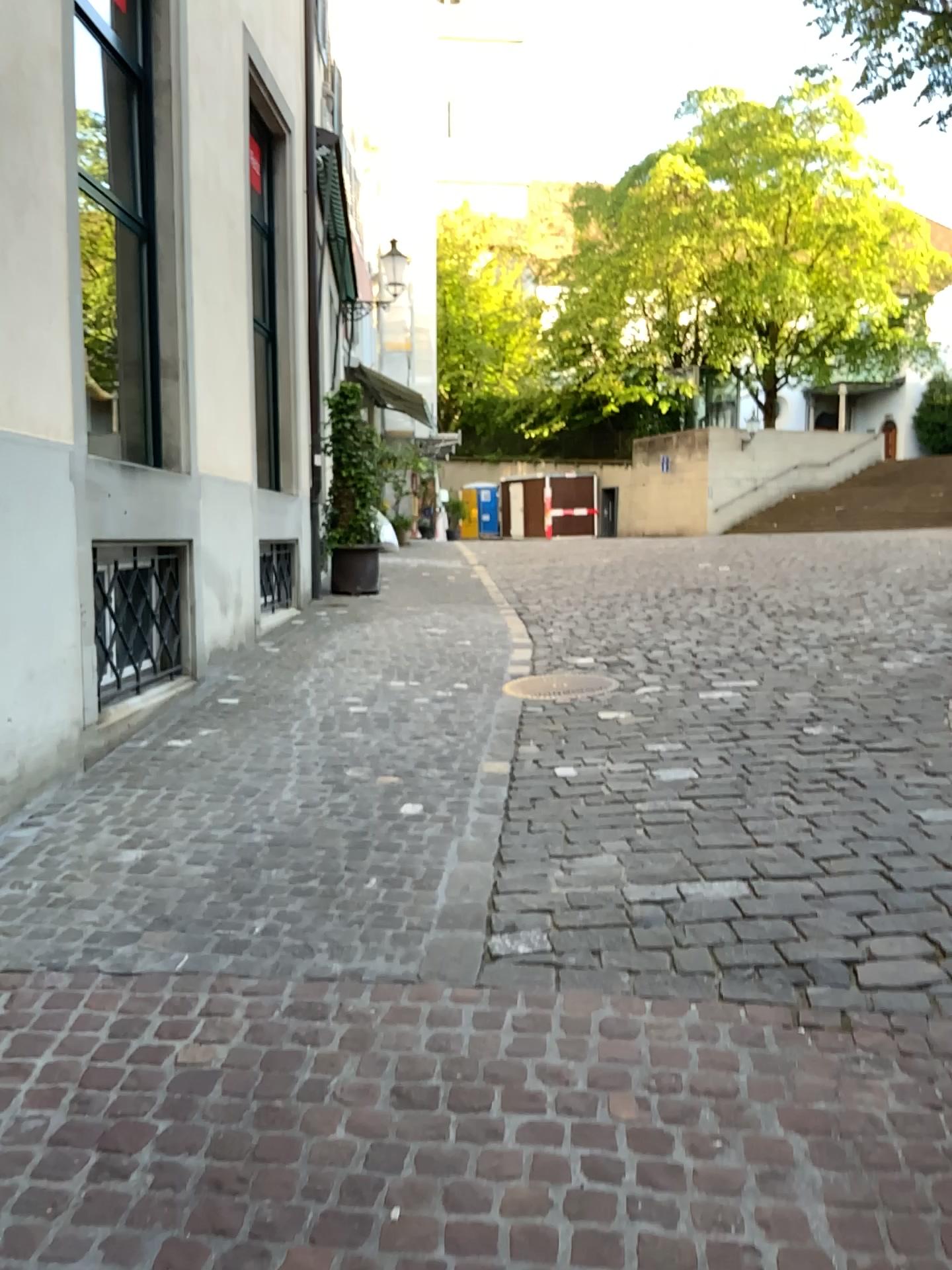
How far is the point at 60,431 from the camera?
4.2m
